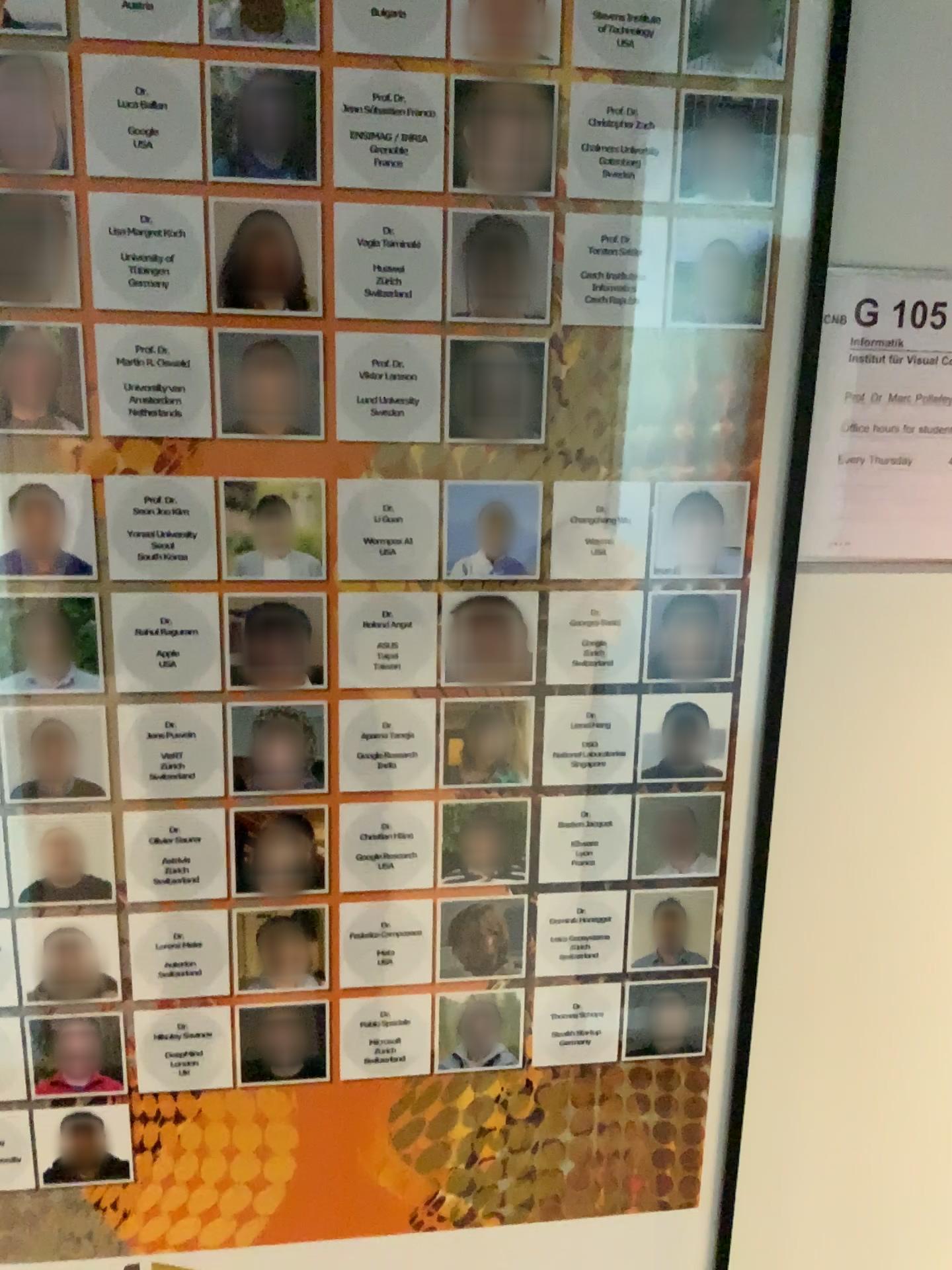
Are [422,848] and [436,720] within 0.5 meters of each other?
yes

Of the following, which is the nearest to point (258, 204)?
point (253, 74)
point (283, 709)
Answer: point (253, 74)

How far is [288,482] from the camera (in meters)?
0.73

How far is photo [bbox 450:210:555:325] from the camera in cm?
70

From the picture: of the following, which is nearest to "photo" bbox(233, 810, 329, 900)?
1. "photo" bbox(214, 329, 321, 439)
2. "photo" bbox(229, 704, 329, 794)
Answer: "photo" bbox(229, 704, 329, 794)

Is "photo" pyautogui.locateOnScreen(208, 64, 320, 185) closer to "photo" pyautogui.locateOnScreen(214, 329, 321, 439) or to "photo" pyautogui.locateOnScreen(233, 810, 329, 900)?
"photo" pyautogui.locateOnScreen(214, 329, 321, 439)

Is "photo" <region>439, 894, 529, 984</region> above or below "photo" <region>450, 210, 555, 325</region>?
below

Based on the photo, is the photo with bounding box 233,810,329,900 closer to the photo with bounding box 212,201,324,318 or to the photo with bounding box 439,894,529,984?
the photo with bounding box 439,894,529,984

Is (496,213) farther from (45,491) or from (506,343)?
(45,491)

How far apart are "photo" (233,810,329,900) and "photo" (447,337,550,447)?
0.3 meters
